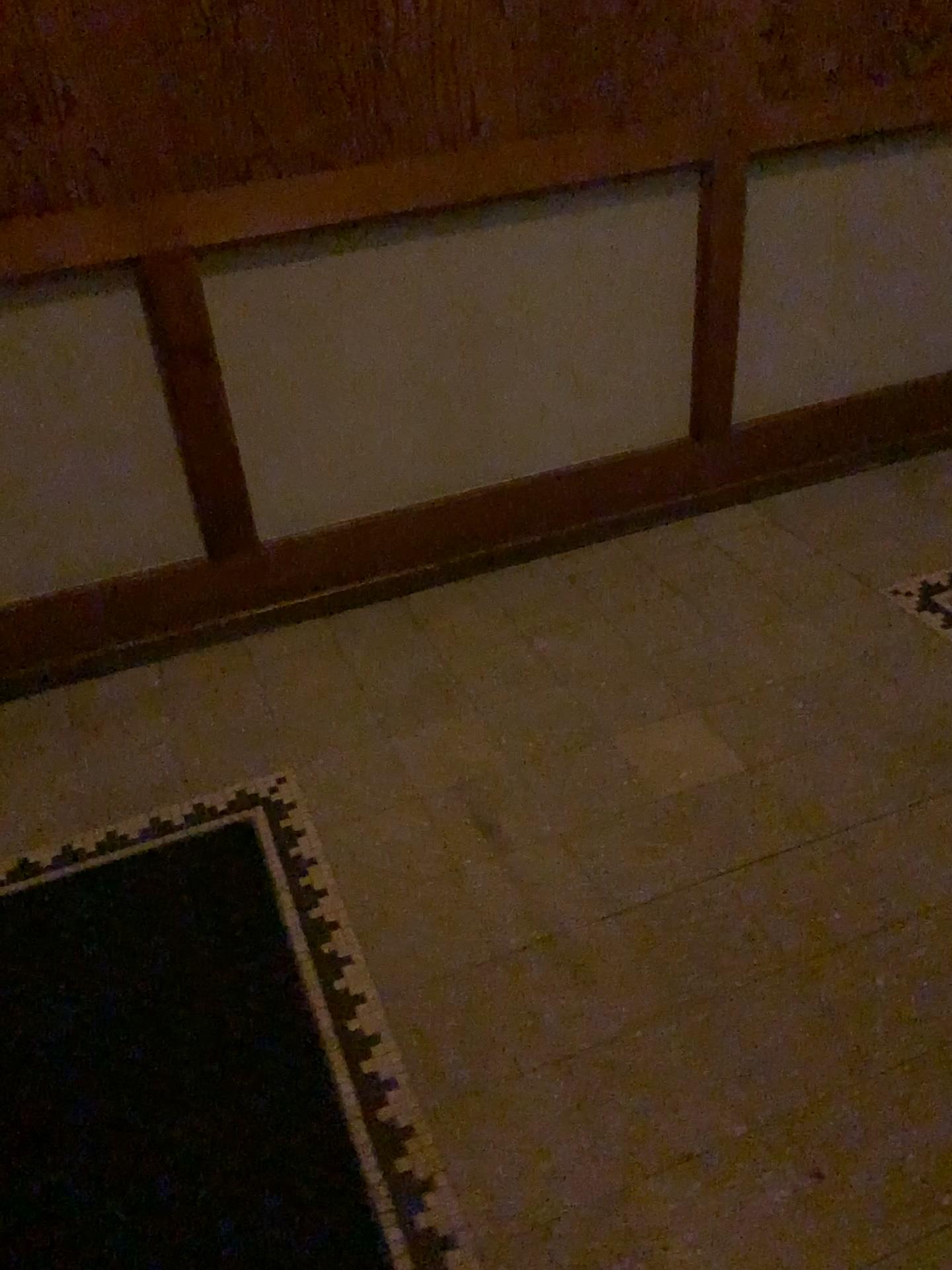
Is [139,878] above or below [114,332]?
below

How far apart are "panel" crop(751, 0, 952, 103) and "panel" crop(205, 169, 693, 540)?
0.3m

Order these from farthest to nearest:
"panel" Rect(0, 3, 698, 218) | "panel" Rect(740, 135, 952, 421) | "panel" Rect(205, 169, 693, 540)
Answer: "panel" Rect(740, 135, 952, 421) < "panel" Rect(205, 169, 693, 540) < "panel" Rect(0, 3, 698, 218)

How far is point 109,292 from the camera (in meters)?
2.07

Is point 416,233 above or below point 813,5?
below

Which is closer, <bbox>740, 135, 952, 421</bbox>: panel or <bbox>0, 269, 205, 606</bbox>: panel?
<bbox>0, 269, 205, 606</bbox>: panel

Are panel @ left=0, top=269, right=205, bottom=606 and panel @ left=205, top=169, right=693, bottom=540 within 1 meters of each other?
yes

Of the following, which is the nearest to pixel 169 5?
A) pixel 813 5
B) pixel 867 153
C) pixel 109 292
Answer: pixel 109 292

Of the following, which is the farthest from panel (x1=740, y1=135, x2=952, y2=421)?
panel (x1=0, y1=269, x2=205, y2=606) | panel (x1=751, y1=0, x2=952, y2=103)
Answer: panel (x1=0, y1=269, x2=205, y2=606)

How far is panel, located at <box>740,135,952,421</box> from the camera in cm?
254
